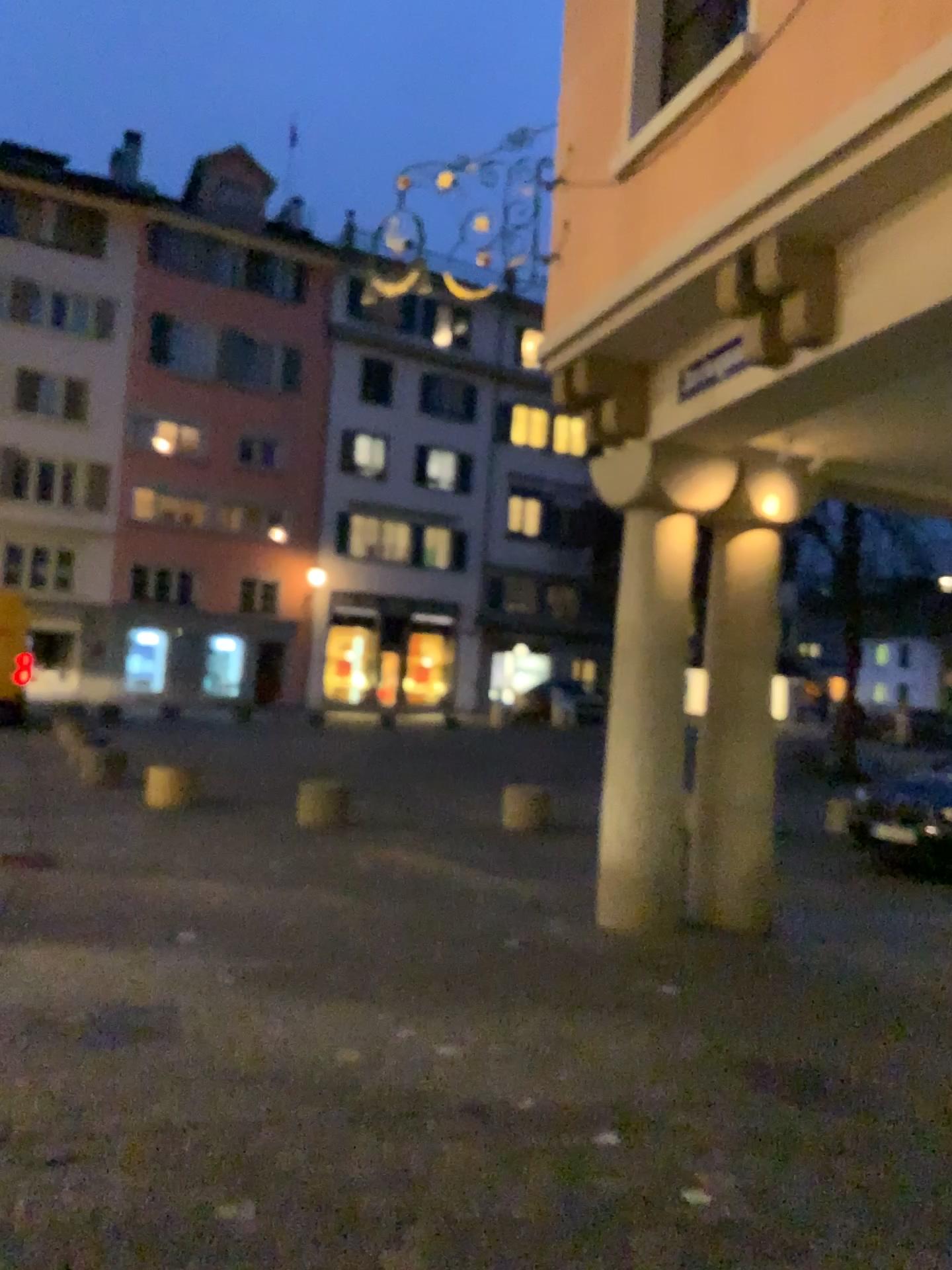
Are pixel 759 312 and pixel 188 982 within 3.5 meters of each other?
no
